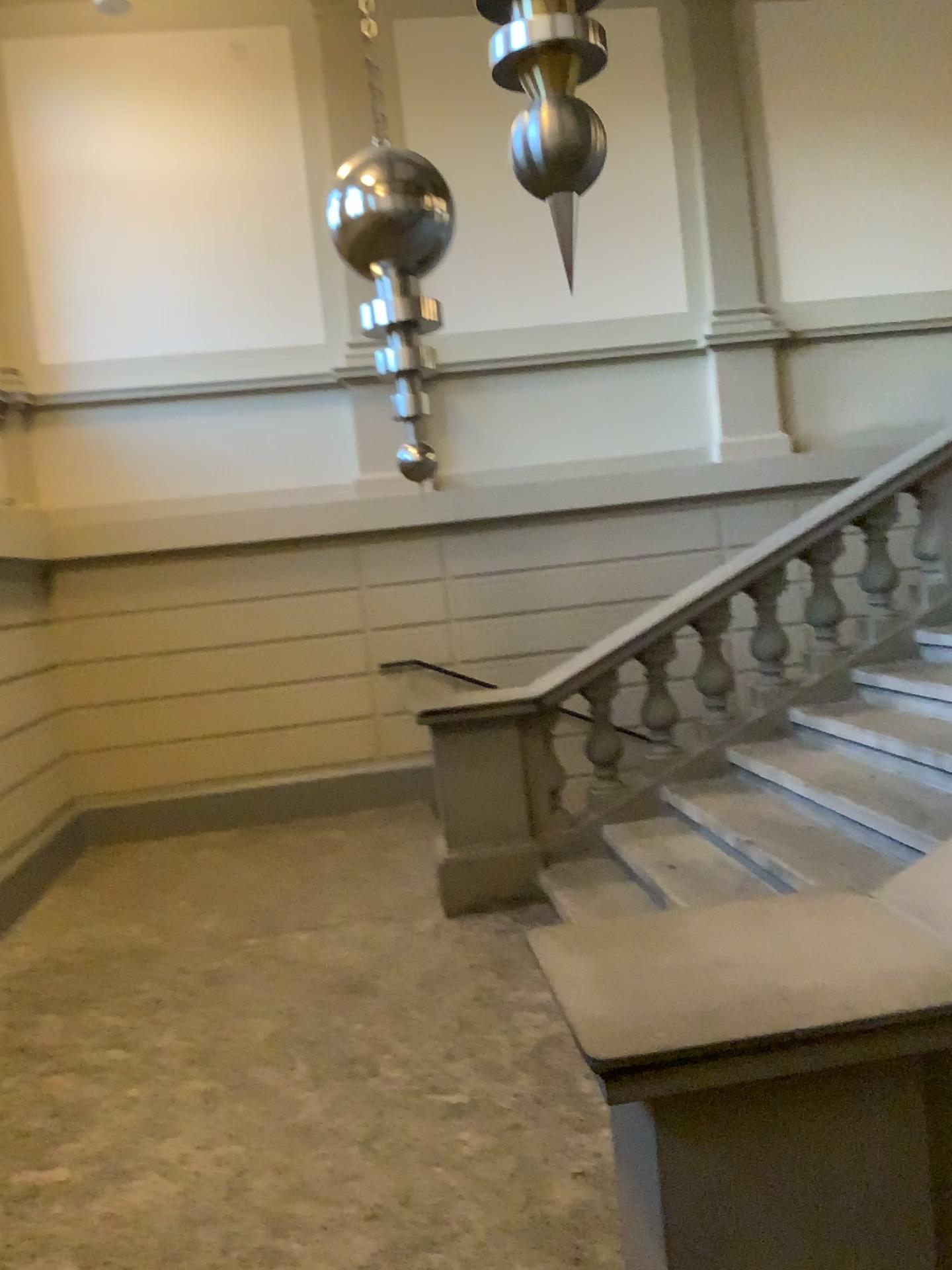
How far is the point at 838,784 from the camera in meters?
4.3
